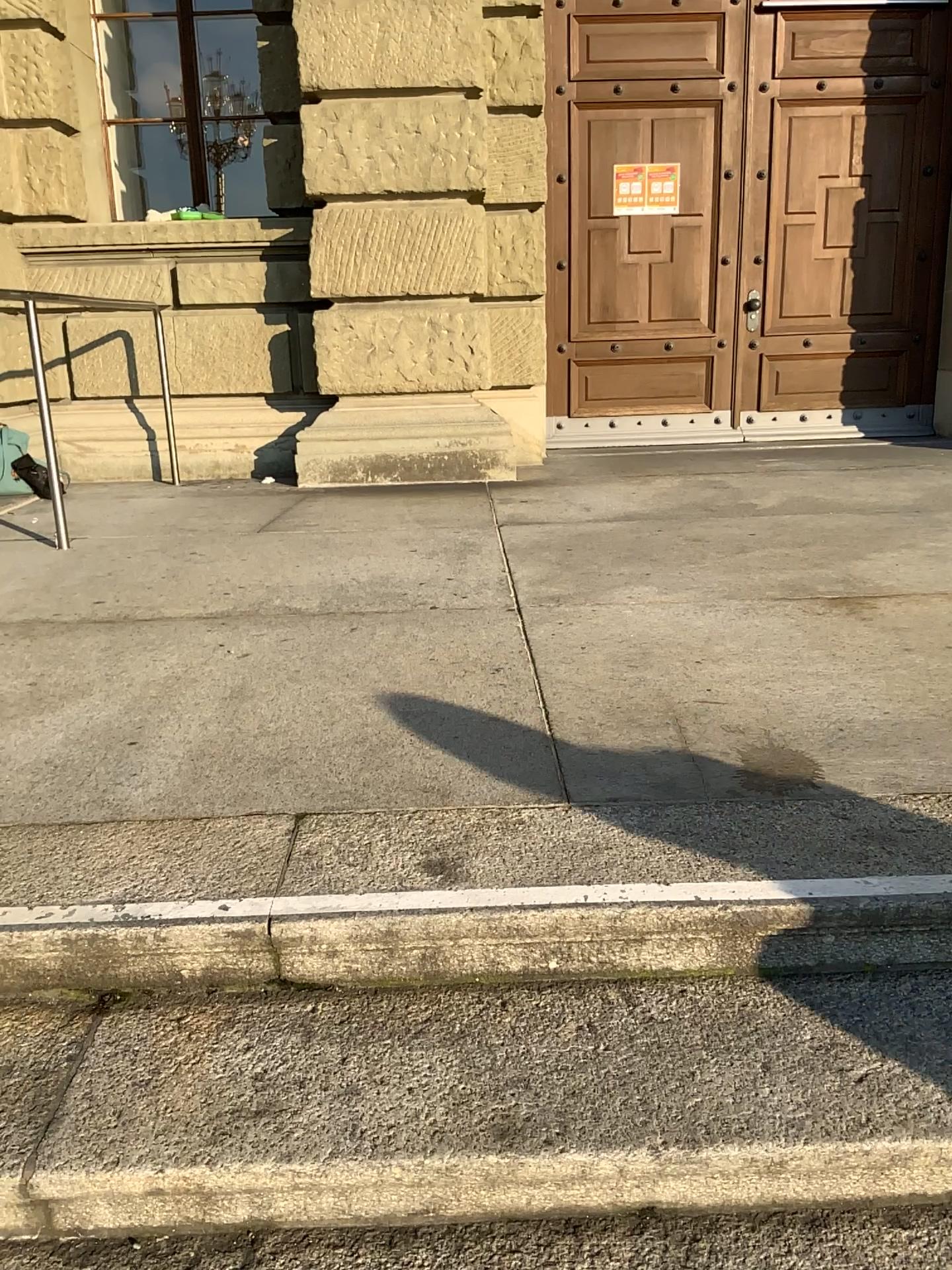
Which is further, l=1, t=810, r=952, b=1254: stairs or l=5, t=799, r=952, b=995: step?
l=5, t=799, r=952, b=995: step

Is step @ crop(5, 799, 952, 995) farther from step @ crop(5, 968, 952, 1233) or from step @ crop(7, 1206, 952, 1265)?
step @ crop(7, 1206, 952, 1265)

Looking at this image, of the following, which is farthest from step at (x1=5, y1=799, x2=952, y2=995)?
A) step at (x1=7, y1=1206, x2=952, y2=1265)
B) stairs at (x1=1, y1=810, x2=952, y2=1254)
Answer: step at (x1=7, y1=1206, x2=952, y2=1265)

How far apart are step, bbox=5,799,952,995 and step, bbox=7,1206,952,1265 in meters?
0.3 m

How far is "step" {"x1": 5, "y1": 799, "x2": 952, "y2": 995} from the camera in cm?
155

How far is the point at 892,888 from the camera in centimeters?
155cm

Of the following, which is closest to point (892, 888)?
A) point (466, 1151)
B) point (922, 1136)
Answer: point (922, 1136)

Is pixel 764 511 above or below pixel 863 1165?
above

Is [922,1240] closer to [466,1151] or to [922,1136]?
[922,1136]
